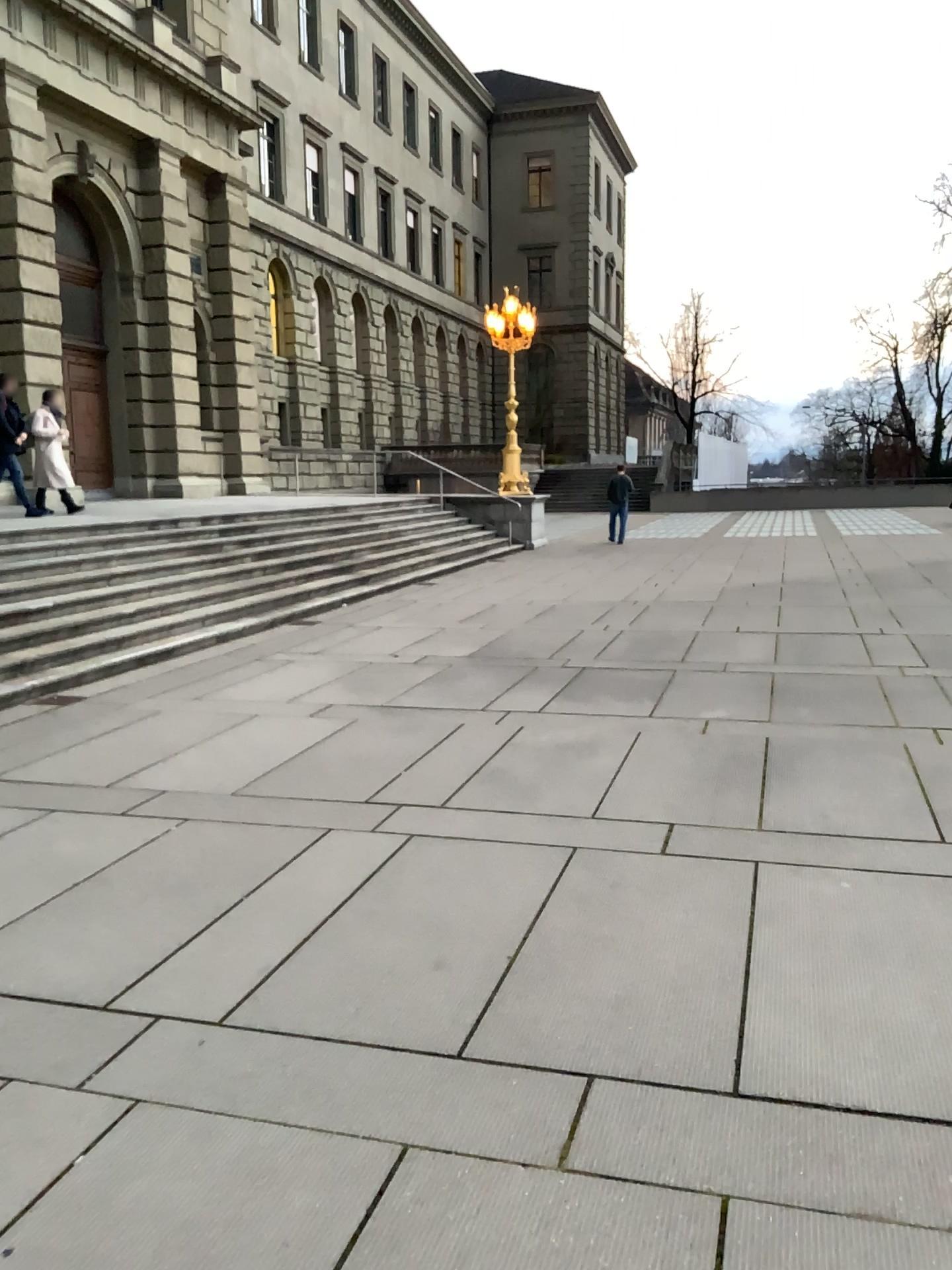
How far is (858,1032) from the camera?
3.0m
